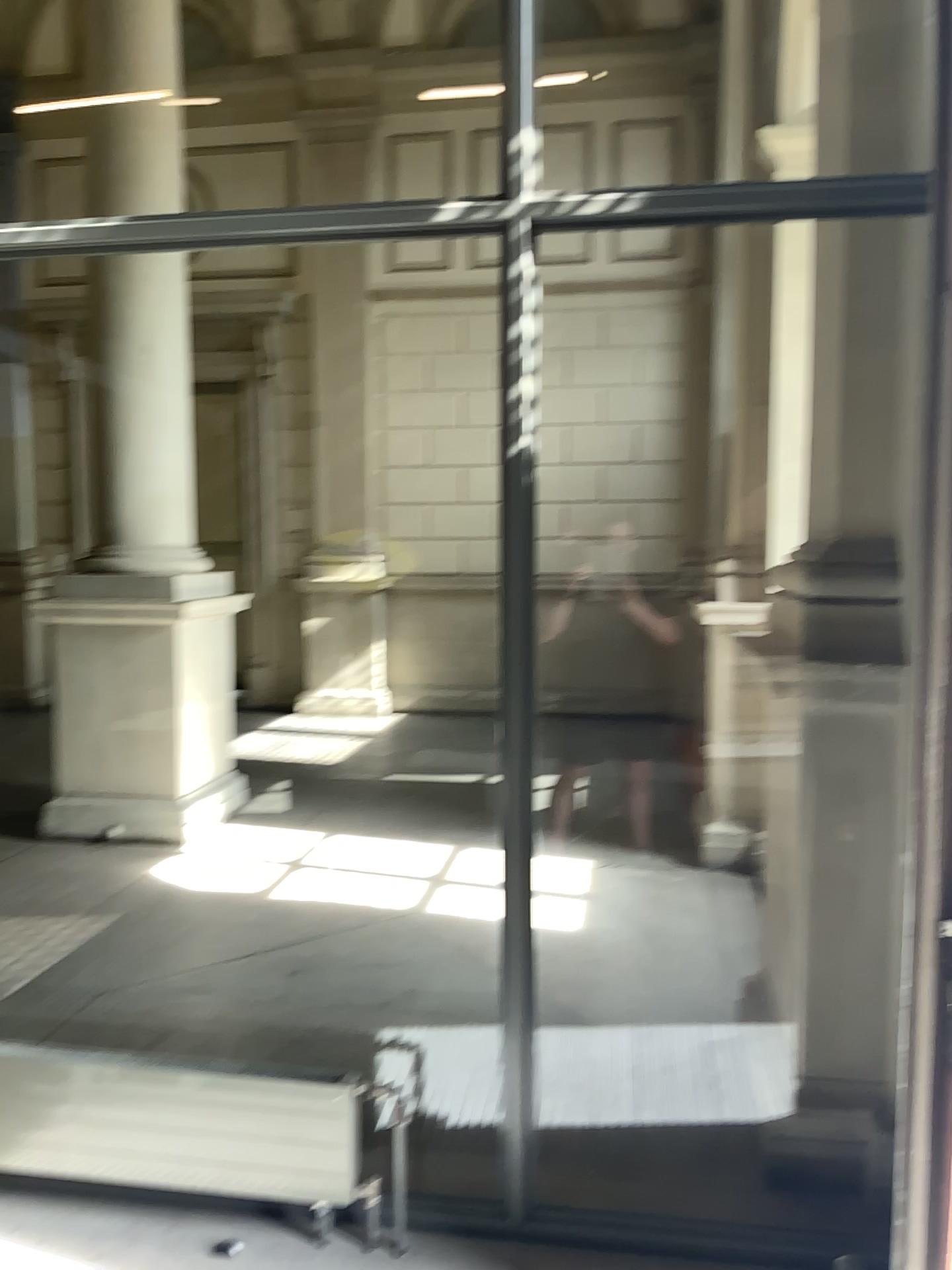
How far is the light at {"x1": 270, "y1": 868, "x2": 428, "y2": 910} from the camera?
4.7 meters

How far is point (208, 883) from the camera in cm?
485

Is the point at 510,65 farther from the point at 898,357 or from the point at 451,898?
the point at 451,898

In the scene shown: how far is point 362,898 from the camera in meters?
4.7

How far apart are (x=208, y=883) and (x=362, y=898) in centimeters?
75cm

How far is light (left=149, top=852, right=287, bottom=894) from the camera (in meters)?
4.85
